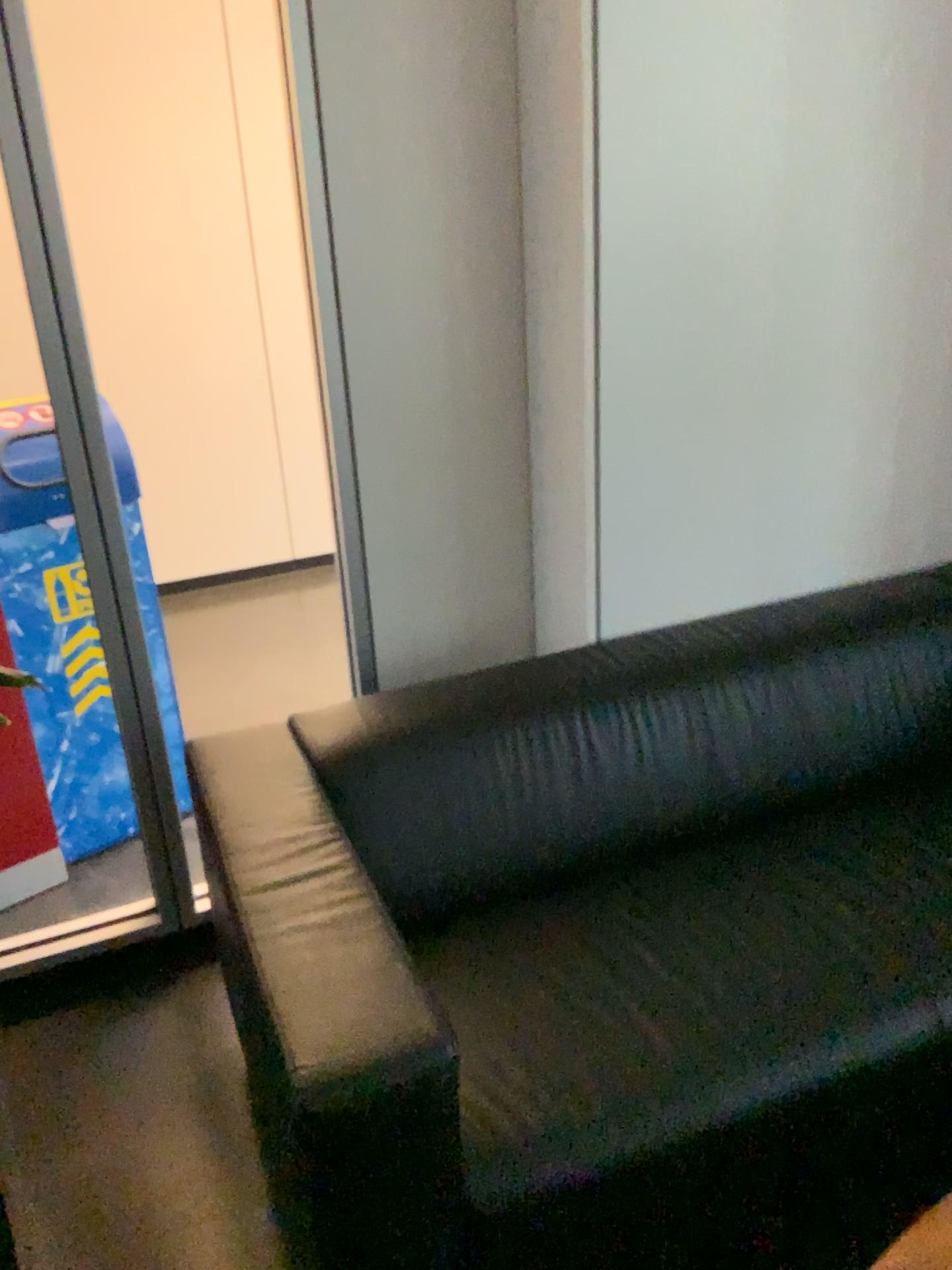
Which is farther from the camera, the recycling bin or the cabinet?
the cabinet

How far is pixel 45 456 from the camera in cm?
234

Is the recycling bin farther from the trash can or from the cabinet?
the cabinet

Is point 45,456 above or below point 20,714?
above

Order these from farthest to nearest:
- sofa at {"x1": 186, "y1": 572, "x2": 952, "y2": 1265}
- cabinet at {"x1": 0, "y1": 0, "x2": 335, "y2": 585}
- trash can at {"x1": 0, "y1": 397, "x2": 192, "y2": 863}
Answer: cabinet at {"x1": 0, "y1": 0, "x2": 335, "y2": 585}, trash can at {"x1": 0, "y1": 397, "x2": 192, "y2": 863}, sofa at {"x1": 186, "y1": 572, "x2": 952, "y2": 1265}

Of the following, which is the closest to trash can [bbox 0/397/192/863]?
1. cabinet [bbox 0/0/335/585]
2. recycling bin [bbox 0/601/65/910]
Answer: recycling bin [bbox 0/601/65/910]

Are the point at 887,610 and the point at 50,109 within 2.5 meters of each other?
no

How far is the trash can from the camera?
2.3 meters

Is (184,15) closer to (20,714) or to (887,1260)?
(20,714)

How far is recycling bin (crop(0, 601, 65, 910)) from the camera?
2.42m
